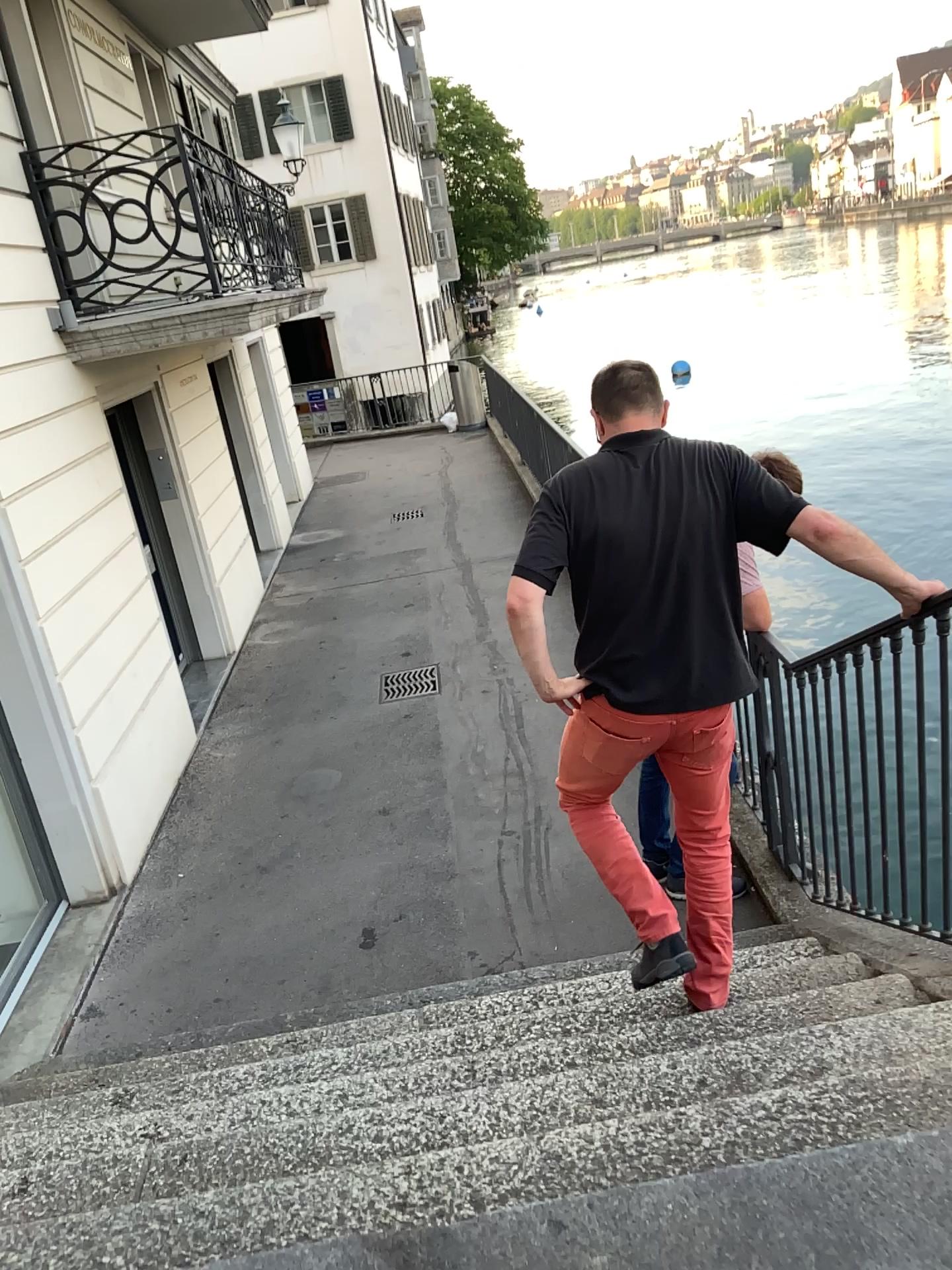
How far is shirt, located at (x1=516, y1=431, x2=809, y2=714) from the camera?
2.4 meters

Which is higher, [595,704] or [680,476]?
[680,476]

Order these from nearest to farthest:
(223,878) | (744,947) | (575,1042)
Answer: (575,1042), (744,947), (223,878)

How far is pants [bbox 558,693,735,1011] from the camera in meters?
2.6 m

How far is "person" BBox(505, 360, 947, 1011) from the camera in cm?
243

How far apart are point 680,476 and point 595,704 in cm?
60

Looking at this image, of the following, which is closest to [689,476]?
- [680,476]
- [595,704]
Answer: [680,476]
